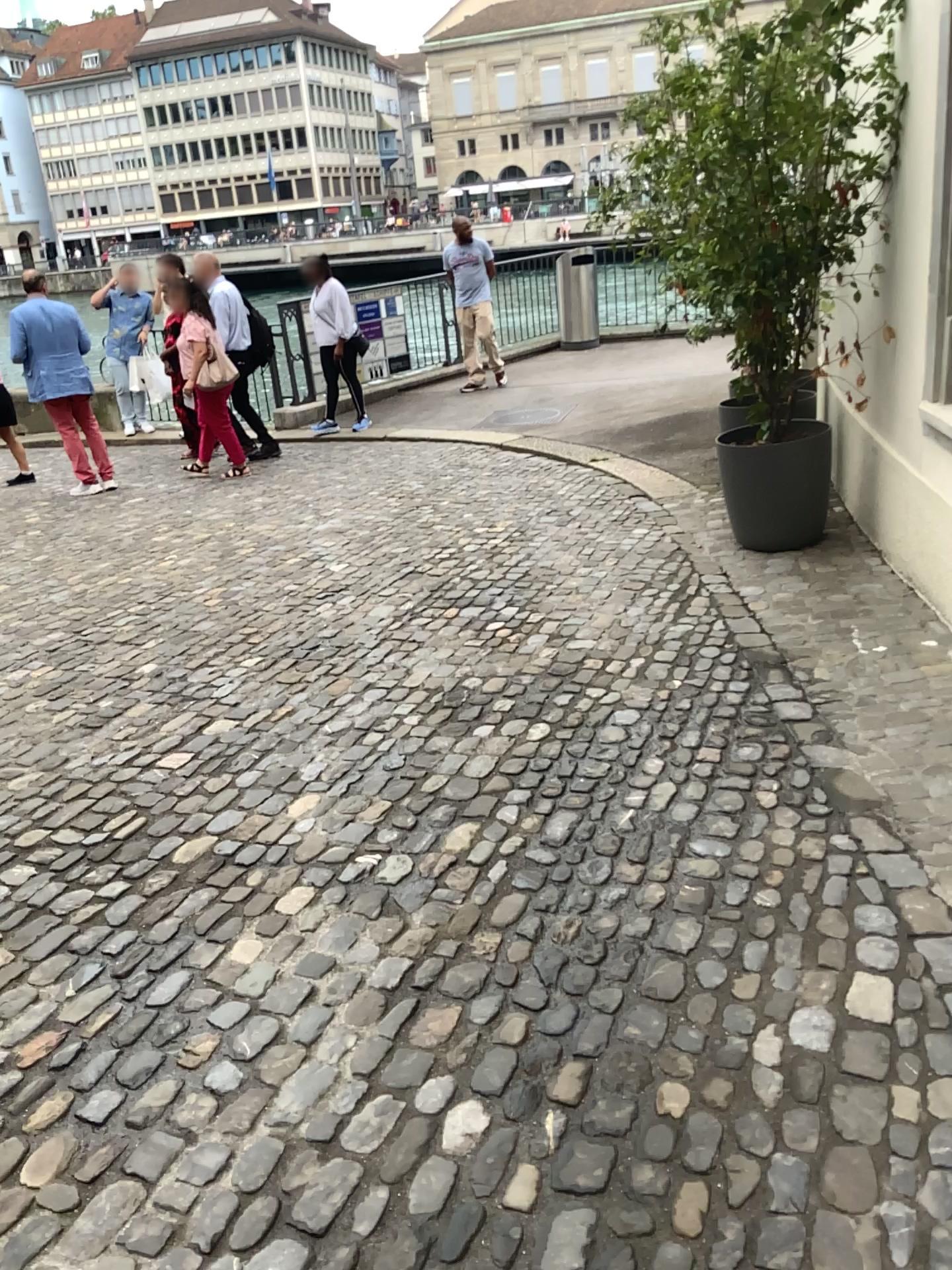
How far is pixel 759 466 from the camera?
4.90m

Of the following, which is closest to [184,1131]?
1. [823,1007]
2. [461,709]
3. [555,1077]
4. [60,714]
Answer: [555,1077]

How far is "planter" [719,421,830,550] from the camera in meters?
4.9 m
